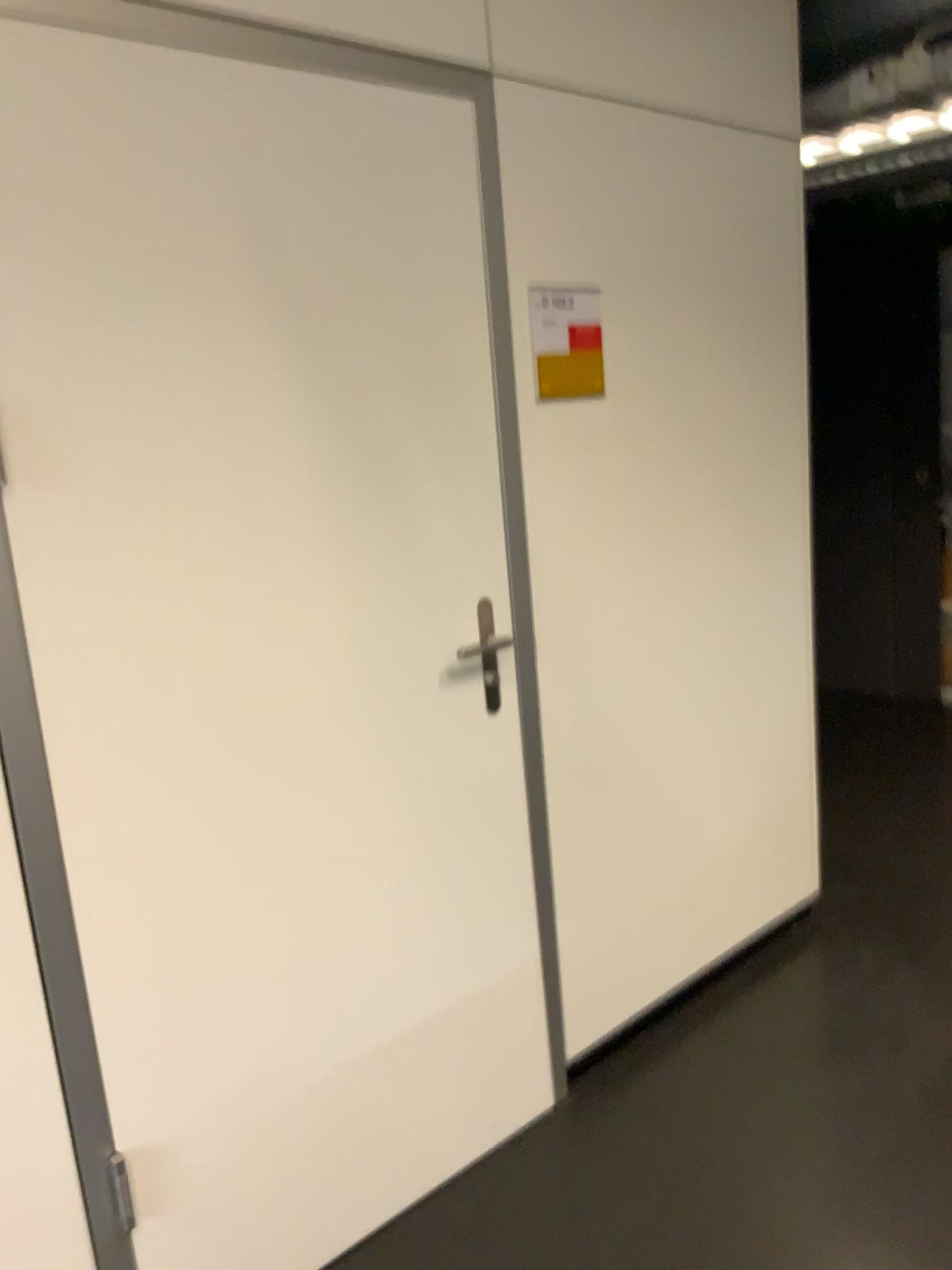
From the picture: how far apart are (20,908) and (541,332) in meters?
1.4

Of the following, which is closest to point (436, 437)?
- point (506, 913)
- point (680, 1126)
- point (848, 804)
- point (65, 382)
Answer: point (65, 382)

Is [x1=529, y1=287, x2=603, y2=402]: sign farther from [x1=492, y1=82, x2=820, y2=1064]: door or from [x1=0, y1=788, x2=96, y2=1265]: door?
[x1=0, y1=788, x2=96, y2=1265]: door

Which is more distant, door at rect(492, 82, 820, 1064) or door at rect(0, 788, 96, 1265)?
door at rect(492, 82, 820, 1064)

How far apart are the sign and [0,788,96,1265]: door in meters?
1.3 m

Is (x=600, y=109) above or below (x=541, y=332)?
above

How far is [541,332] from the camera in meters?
2.1 m

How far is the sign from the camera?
2.1 meters

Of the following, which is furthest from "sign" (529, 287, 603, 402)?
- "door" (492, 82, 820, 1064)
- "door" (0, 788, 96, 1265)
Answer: "door" (0, 788, 96, 1265)

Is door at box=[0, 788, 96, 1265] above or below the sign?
below
